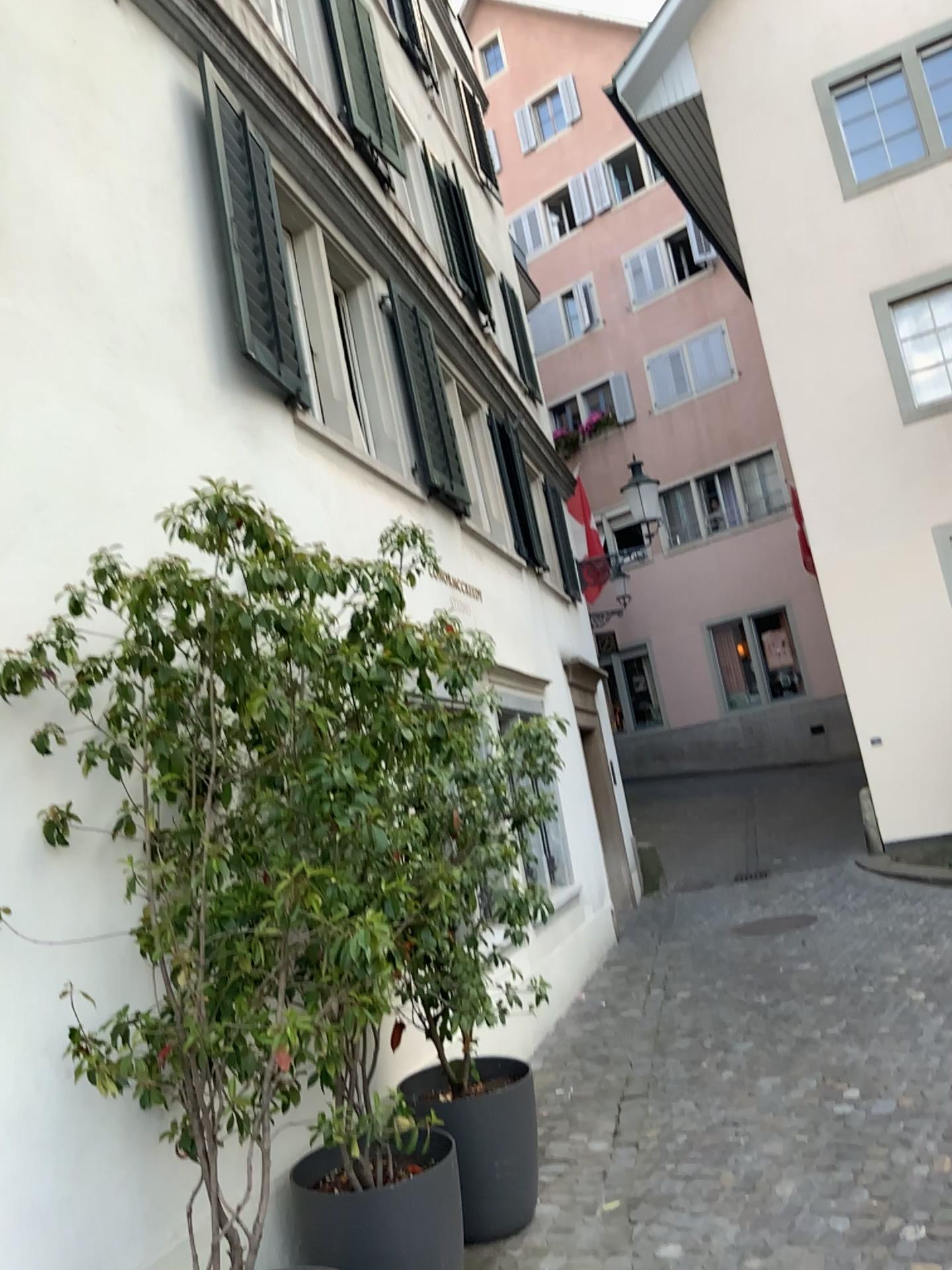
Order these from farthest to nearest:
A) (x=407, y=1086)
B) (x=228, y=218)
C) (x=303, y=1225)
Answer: (x=228, y=218)
(x=407, y=1086)
(x=303, y=1225)

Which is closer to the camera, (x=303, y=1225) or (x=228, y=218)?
(x=303, y=1225)

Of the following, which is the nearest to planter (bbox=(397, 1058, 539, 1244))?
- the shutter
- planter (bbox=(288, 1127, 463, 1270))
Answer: planter (bbox=(288, 1127, 463, 1270))

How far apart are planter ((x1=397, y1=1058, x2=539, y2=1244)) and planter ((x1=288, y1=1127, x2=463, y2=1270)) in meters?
0.6 m

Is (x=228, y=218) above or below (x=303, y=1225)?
above

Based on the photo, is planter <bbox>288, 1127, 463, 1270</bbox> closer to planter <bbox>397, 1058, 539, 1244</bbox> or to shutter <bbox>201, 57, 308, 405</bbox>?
planter <bbox>397, 1058, 539, 1244</bbox>

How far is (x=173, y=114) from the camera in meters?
4.5

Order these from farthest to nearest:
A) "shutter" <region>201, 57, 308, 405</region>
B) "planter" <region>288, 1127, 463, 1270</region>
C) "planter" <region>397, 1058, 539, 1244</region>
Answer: "shutter" <region>201, 57, 308, 405</region>, "planter" <region>397, 1058, 539, 1244</region>, "planter" <region>288, 1127, 463, 1270</region>

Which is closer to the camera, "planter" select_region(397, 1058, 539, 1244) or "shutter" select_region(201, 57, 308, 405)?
"planter" select_region(397, 1058, 539, 1244)

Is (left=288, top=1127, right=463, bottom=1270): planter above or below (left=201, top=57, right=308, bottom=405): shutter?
below
